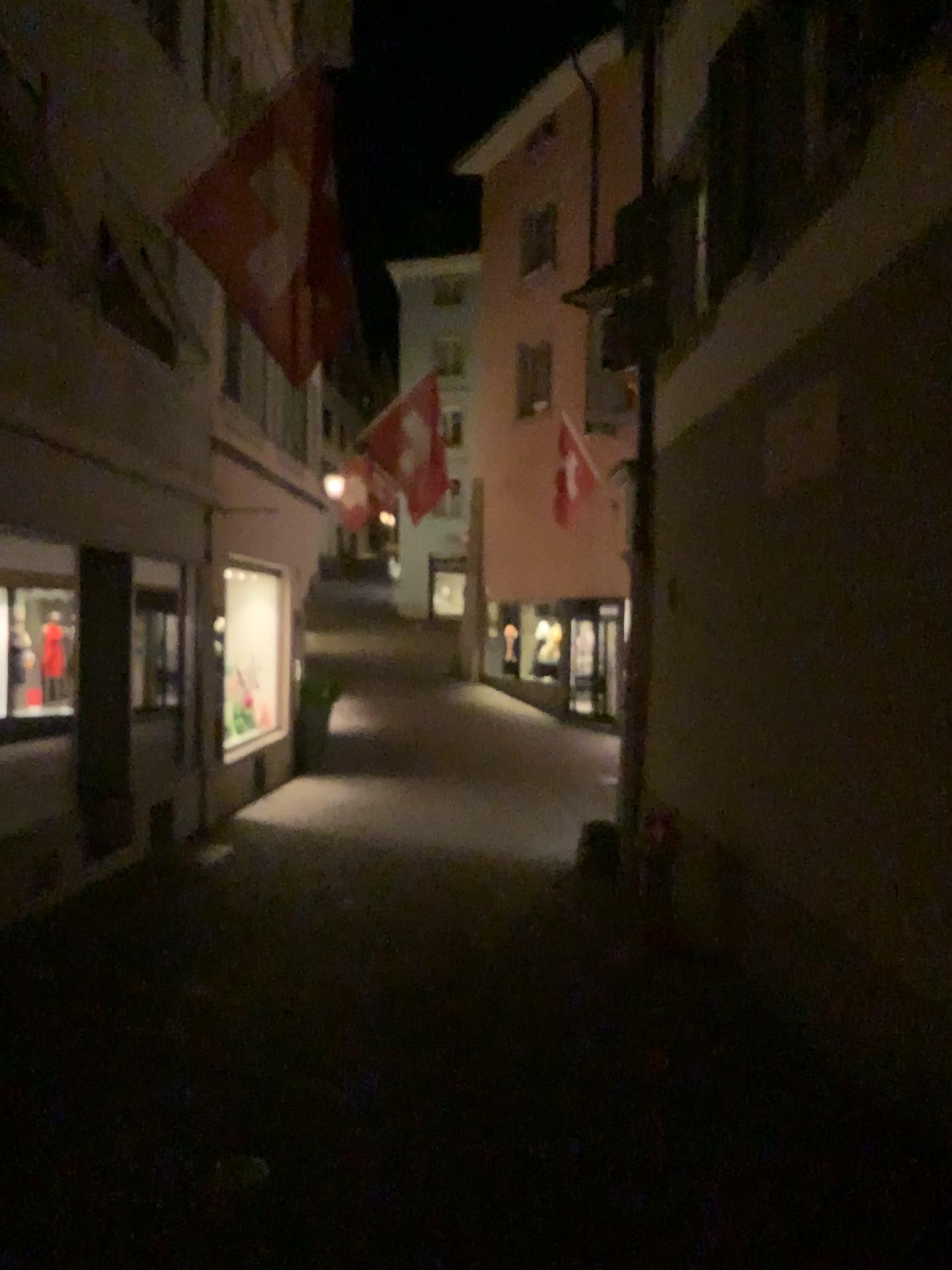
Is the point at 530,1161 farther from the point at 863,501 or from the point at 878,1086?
the point at 863,501
